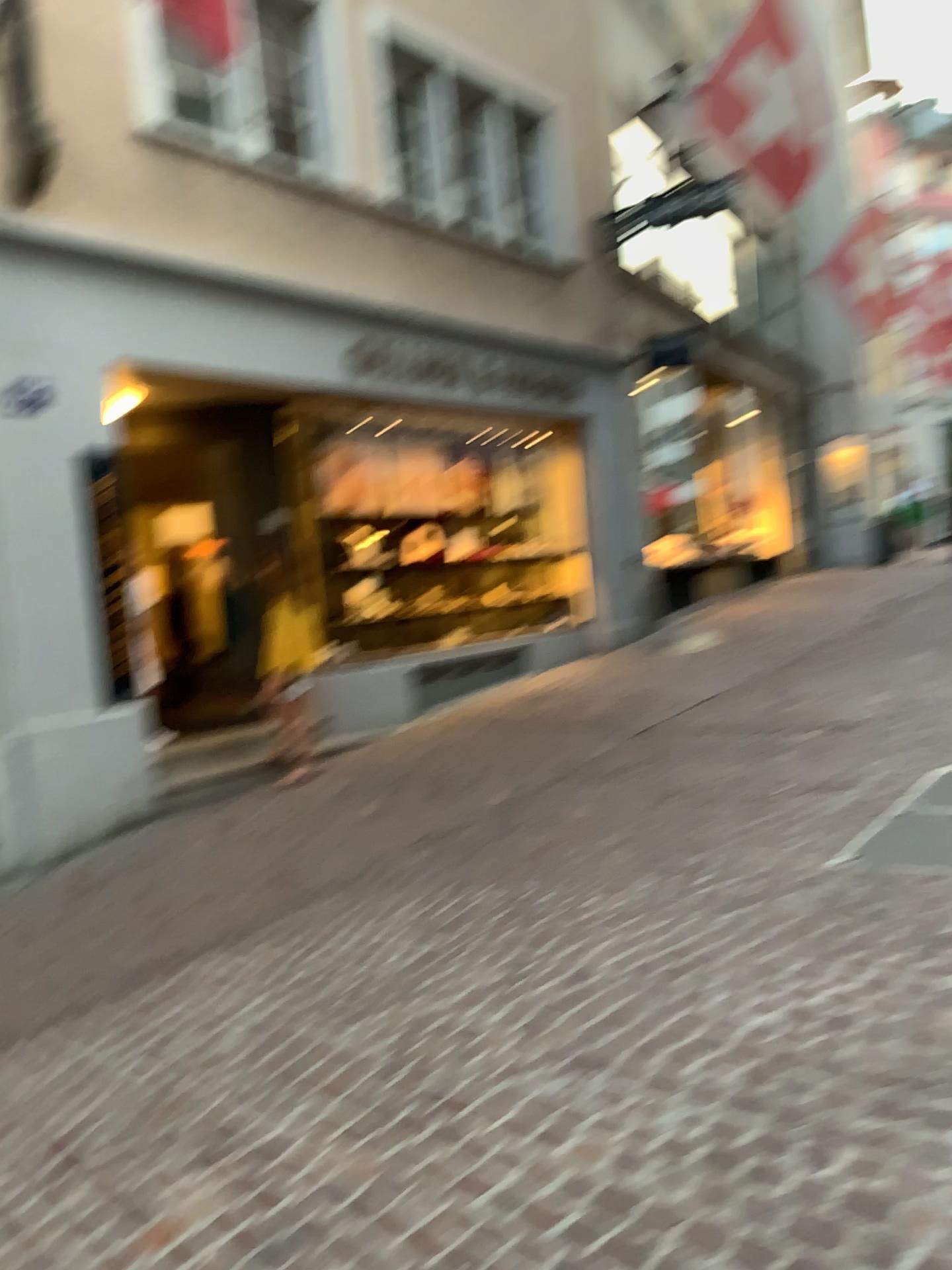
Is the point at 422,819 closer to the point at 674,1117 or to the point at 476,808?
the point at 476,808
